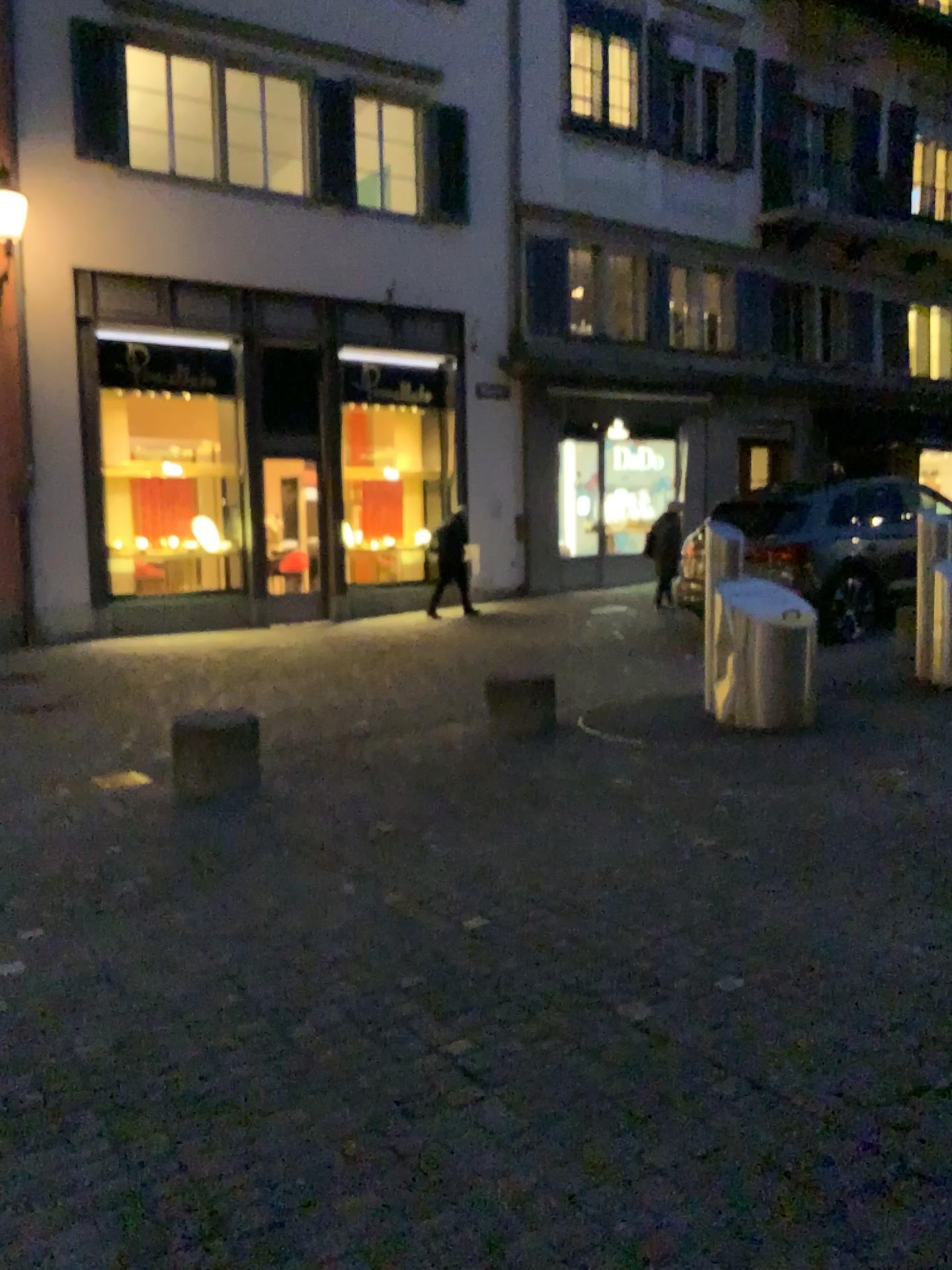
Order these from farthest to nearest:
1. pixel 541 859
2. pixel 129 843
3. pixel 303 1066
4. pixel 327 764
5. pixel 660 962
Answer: pixel 327 764 < pixel 129 843 < pixel 541 859 < pixel 660 962 < pixel 303 1066
